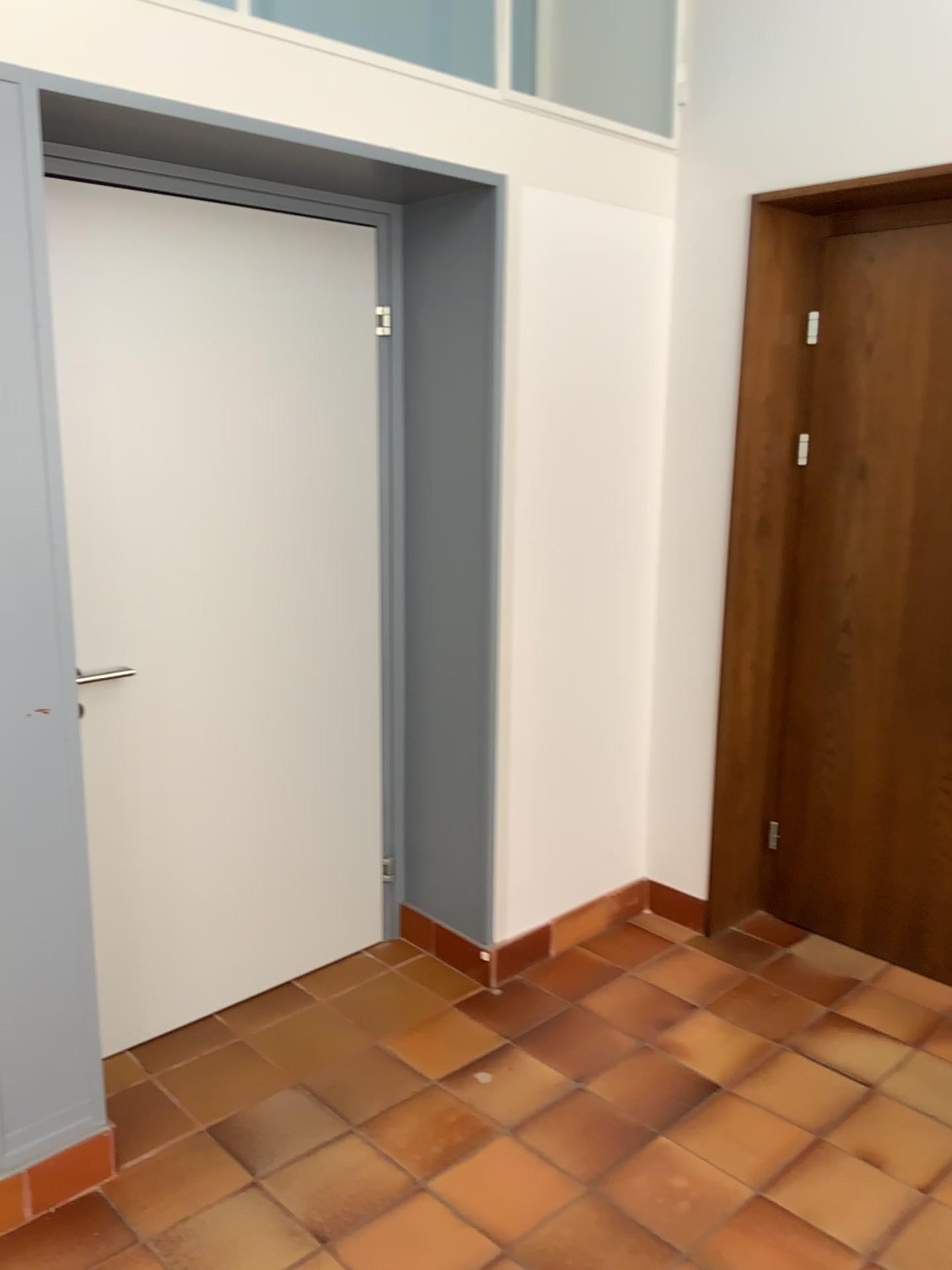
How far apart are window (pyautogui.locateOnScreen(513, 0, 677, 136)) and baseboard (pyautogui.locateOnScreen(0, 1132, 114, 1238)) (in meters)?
3.03

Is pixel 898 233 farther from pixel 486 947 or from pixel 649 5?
pixel 486 947

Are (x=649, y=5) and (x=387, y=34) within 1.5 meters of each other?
yes

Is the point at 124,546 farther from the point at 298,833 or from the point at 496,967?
the point at 496,967

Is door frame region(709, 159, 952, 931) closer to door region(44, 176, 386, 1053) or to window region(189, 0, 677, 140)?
window region(189, 0, 677, 140)

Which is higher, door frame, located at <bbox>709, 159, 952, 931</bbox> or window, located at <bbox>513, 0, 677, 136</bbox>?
A: window, located at <bbox>513, 0, 677, 136</bbox>

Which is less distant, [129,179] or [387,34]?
[129,179]

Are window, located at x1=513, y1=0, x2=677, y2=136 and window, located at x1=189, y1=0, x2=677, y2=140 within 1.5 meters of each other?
yes

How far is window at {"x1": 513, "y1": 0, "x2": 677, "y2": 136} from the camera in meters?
3.1 m

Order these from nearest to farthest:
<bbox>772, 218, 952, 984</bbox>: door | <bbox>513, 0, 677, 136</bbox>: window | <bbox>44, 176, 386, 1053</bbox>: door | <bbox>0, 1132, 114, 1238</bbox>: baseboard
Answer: <bbox>0, 1132, 114, 1238</bbox>: baseboard → <bbox>44, 176, 386, 1053</bbox>: door → <bbox>772, 218, 952, 984</bbox>: door → <bbox>513, 0, 677, 136</bbox>: window
